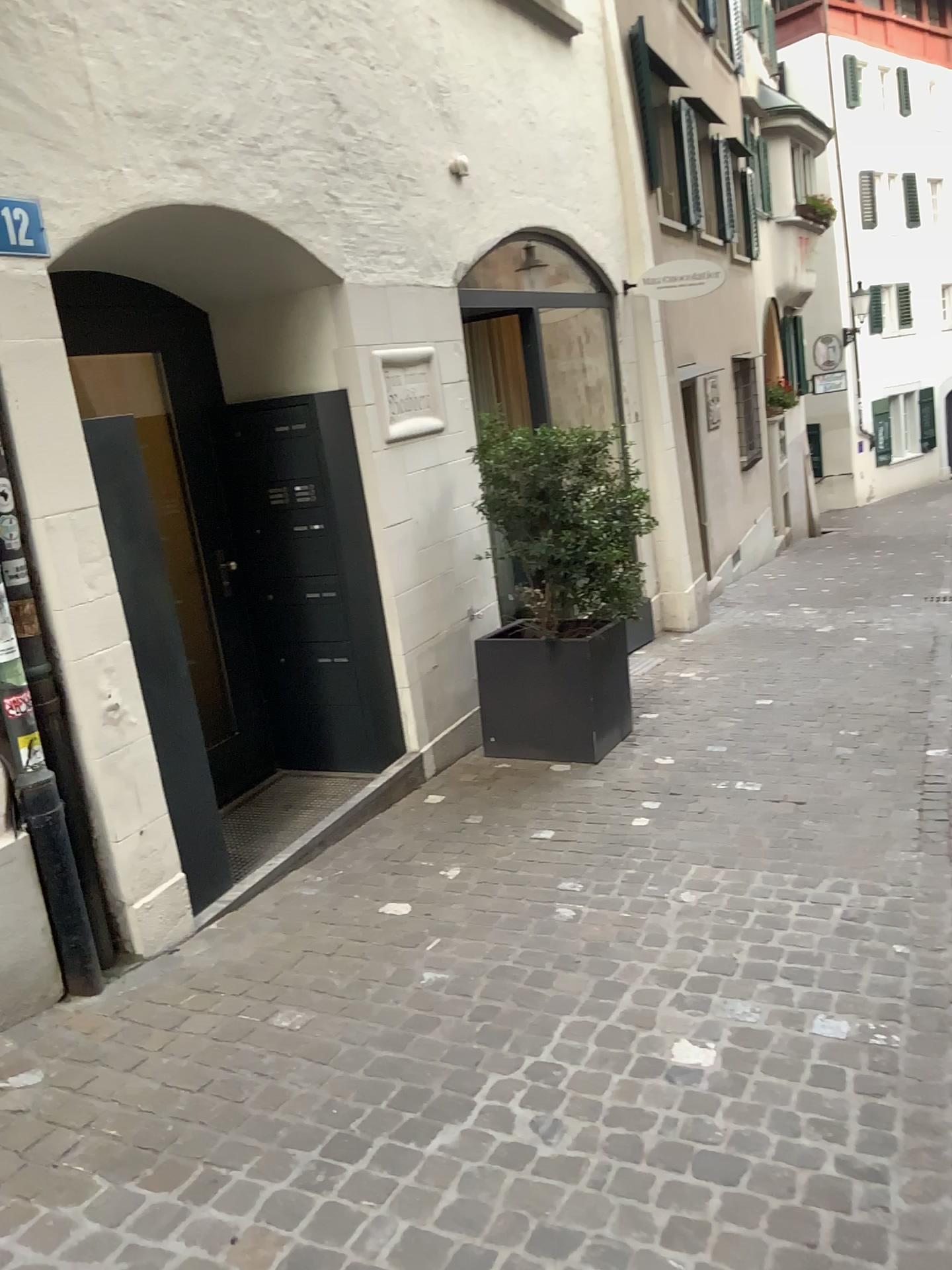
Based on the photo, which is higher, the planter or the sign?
the sign

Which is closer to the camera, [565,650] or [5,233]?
[5,233]

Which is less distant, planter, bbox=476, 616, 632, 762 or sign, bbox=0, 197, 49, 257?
sign, bbox=0, 197, 49, 257

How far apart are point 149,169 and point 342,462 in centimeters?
146cm

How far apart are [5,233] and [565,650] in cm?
294

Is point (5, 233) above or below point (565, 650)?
above

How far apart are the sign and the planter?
2.8 meters

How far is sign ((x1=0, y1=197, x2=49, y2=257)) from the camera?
2.93m

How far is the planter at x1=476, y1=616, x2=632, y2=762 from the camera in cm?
500
